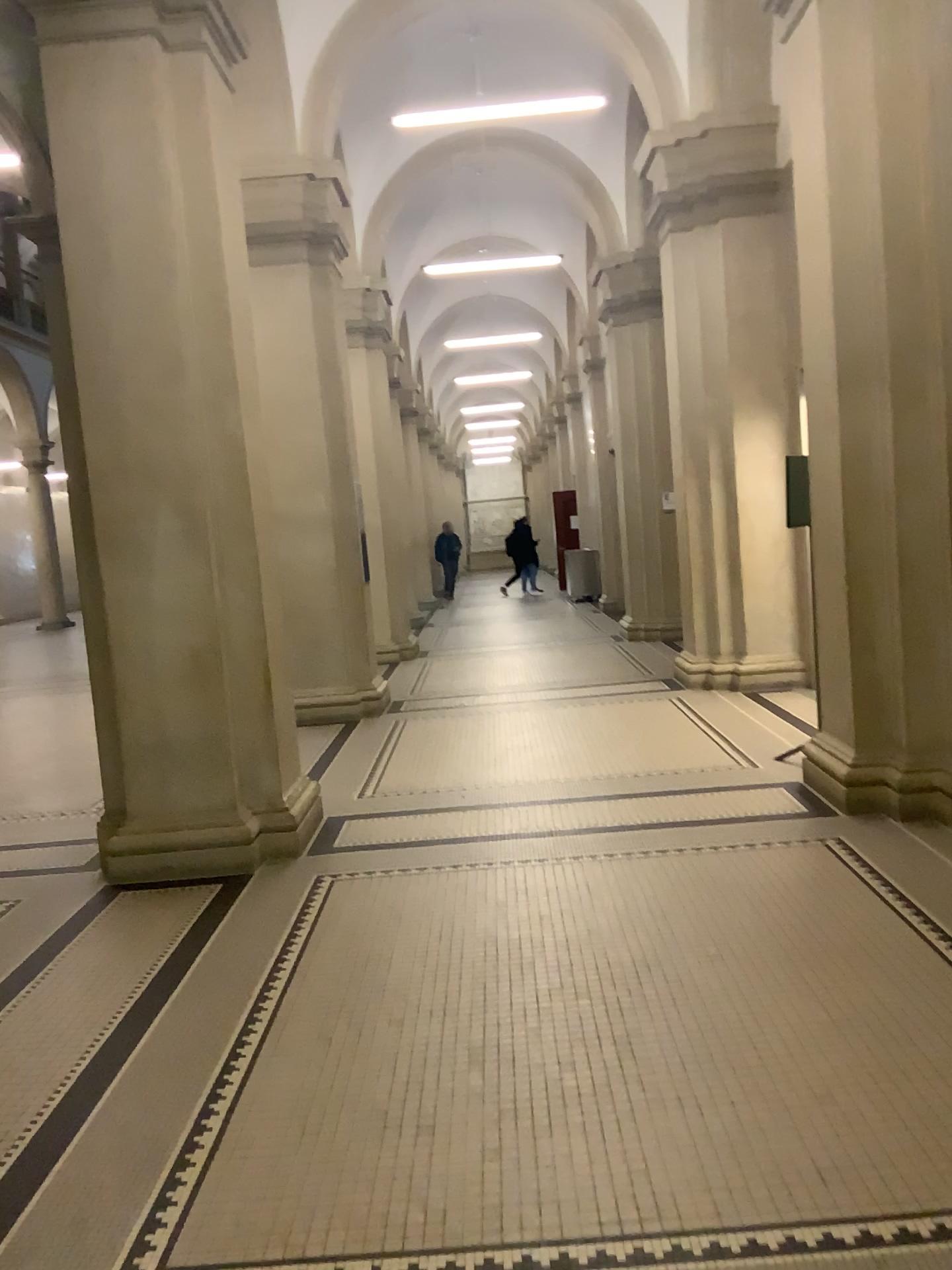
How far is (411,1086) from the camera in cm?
293
